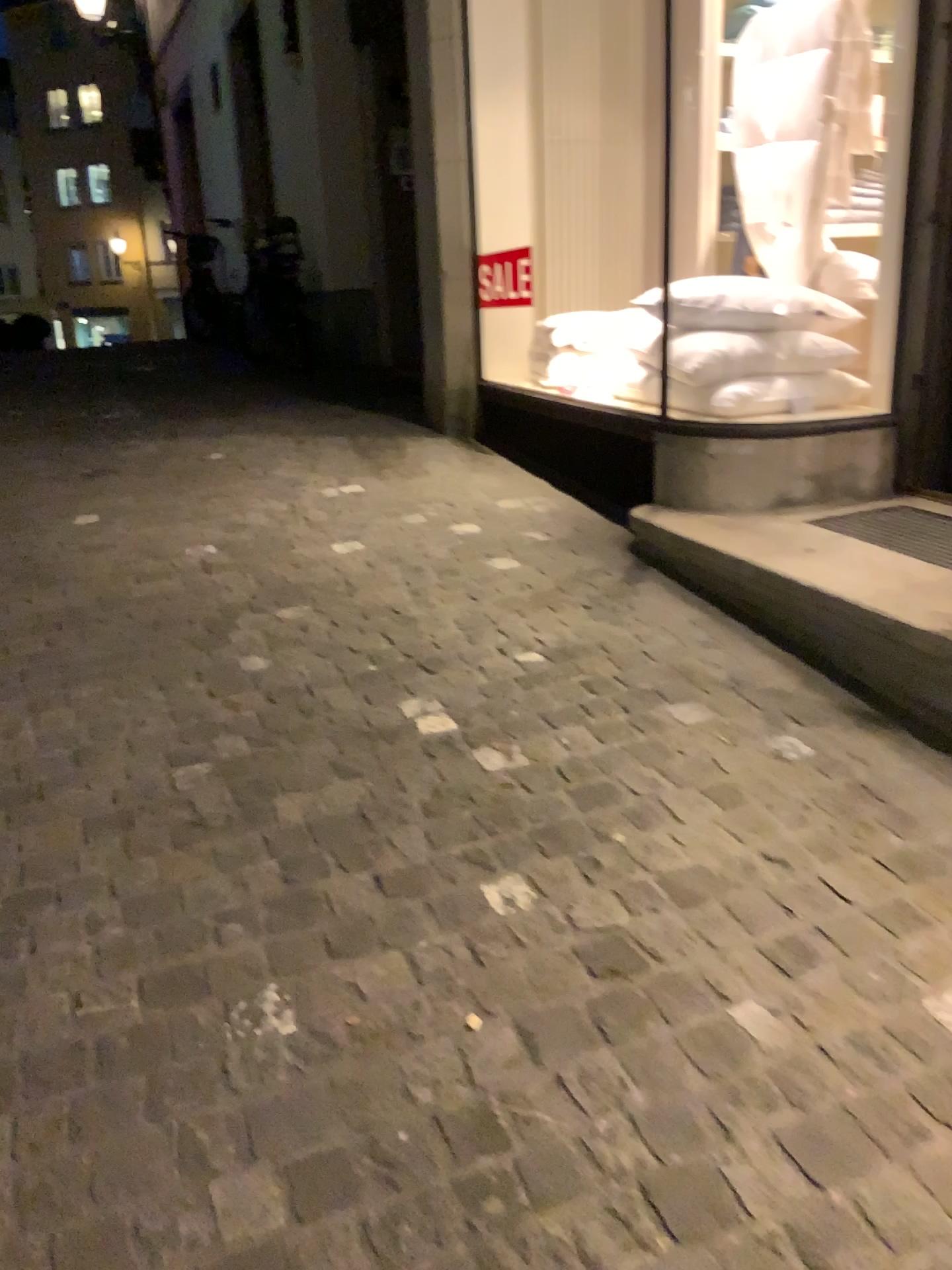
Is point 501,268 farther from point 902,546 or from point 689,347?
point 902,546

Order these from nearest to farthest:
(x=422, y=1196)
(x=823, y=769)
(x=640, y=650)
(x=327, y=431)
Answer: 1. (x=422, y=1196)
2. (x=823, y=769)
3. (x=640, y=650)
4. (x=327, y=431)

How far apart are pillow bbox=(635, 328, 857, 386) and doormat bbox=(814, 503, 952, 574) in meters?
0.6

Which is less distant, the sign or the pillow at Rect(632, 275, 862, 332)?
the pillow at Rect(632, 275, 862, 332)

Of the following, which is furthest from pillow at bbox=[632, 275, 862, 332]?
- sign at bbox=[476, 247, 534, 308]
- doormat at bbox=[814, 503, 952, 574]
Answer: sign at bbox=[476, 247, 534, 308]

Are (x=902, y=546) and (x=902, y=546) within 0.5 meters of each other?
yes

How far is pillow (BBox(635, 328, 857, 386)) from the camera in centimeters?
361cm

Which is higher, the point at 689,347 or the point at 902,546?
the point at 689,347

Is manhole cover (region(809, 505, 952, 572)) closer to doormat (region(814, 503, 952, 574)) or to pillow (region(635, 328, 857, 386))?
doormat (region(814, 503, 952, 574))

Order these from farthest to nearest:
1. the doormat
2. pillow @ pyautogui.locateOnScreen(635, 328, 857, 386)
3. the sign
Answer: the sign → pillow @ pyautogui.locateOnScreen(635, 328, 857, 386) → the doormat
